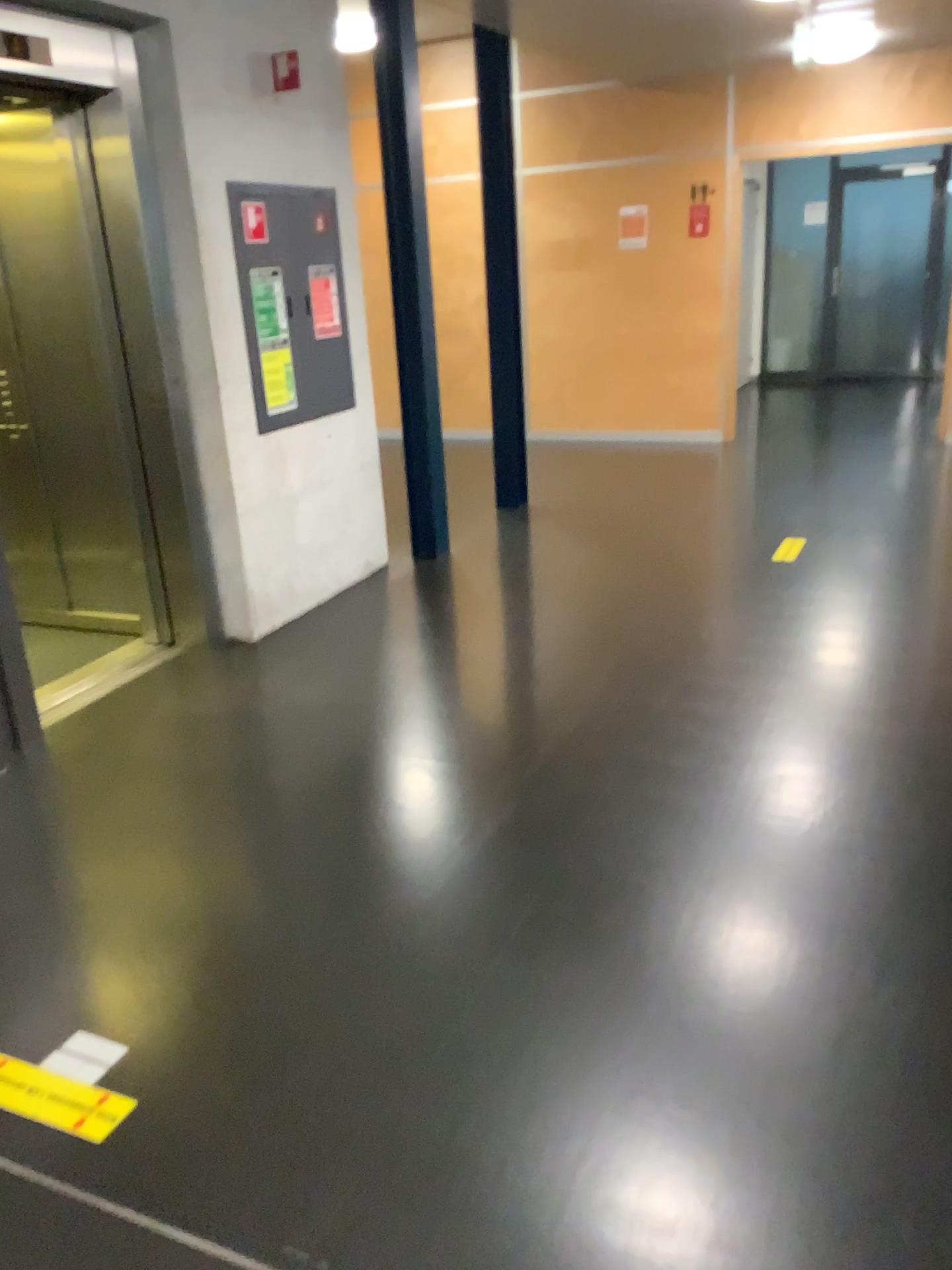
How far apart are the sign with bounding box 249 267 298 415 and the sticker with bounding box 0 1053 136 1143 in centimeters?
295cm

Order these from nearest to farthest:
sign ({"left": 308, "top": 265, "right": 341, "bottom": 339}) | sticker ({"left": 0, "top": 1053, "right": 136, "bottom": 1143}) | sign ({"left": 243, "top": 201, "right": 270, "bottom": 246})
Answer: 1. sticker ({"left": 0, "top": 1053, "right": 136, "bottom": 1143})
2. sign ({"left": 243, "top": 201, "right": 270, "bottom": 246})
3. sign ({"left": 308, "top": 265, "right": 341, "bottom": 339})

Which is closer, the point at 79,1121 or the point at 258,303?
the point at 79,1121

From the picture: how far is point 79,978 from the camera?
2.3 meters

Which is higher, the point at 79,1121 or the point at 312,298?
the point at 312,298

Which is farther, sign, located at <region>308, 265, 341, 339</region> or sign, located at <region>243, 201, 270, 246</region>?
sign, located at <region>308, 265, 341, 339</region>

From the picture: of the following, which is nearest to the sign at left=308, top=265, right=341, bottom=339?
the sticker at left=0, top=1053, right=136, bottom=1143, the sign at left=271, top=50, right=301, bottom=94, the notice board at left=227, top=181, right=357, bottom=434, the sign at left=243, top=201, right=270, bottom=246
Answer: the notice board at left=227, top=181, right=357, bottom=434

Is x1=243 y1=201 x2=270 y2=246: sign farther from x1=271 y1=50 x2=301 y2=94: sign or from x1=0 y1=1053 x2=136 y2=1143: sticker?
x1=0 y1=1053 x2=136 y2=1143: sticker

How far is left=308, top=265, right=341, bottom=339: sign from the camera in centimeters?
462cm

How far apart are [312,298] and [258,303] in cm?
42
